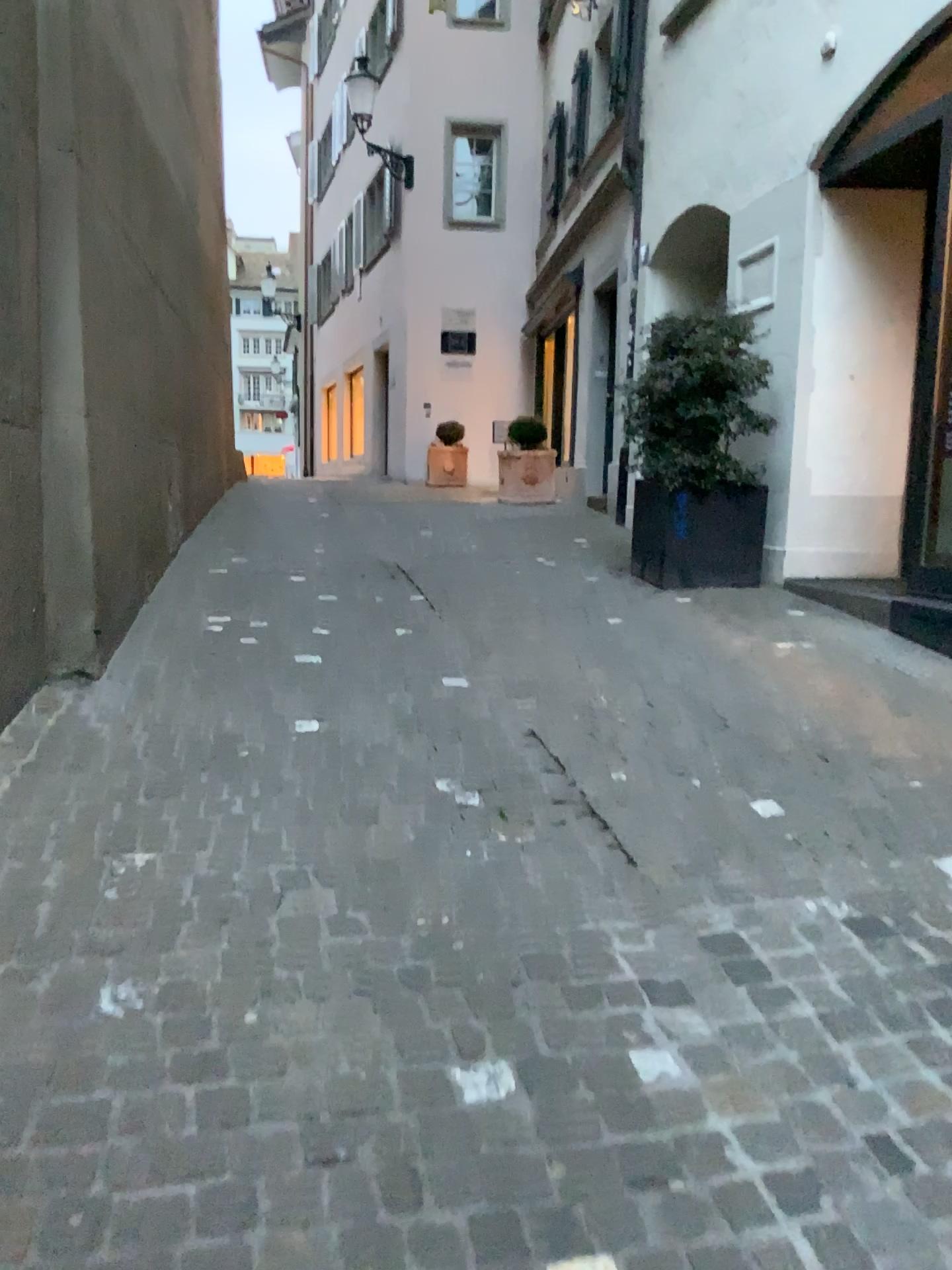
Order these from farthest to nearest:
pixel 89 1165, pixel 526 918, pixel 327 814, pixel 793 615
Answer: pixel 793 615
pixel 327 814
pixel 526 918
pixel 89 1165
